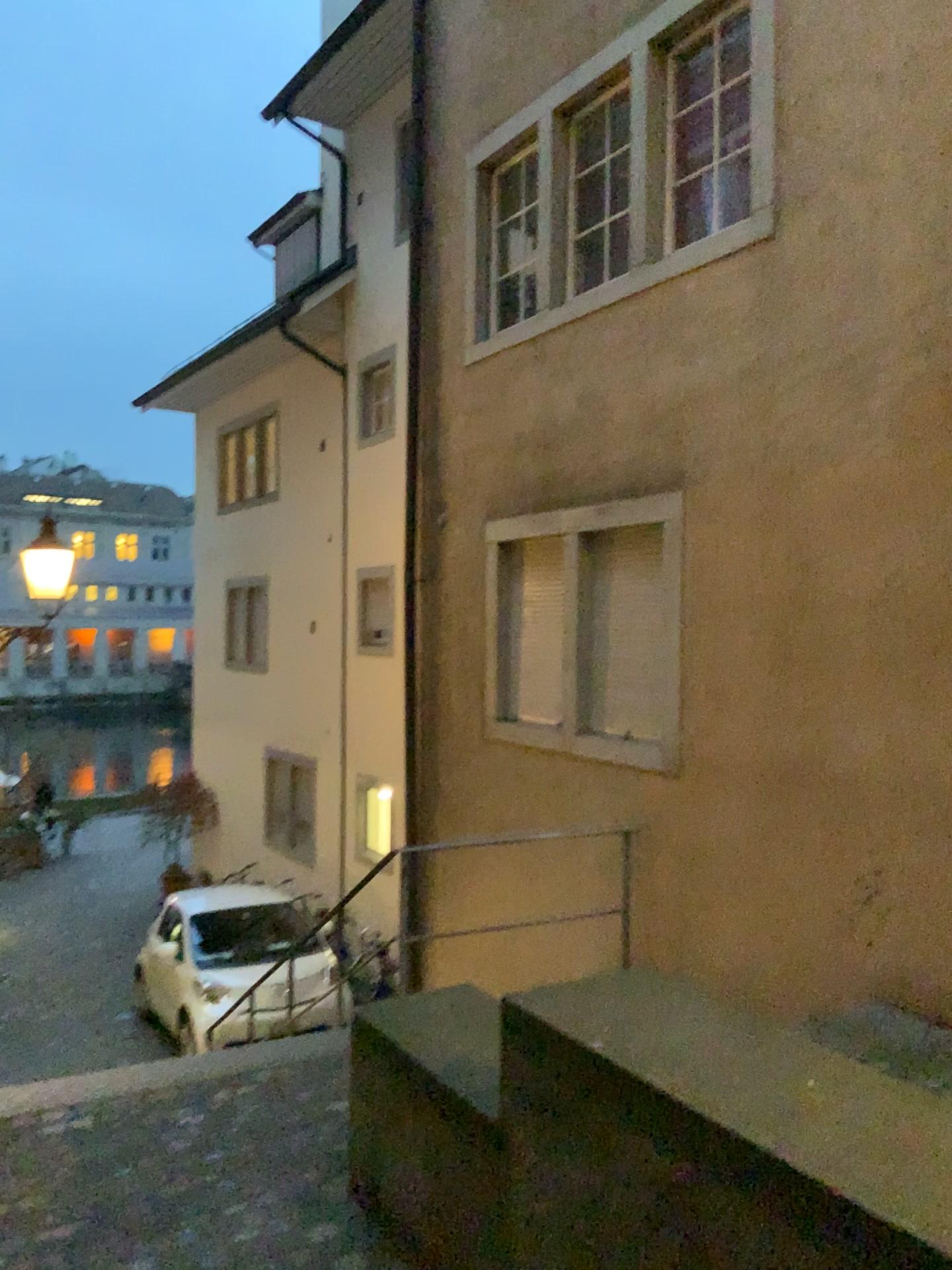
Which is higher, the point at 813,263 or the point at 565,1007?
the point at 813,263
